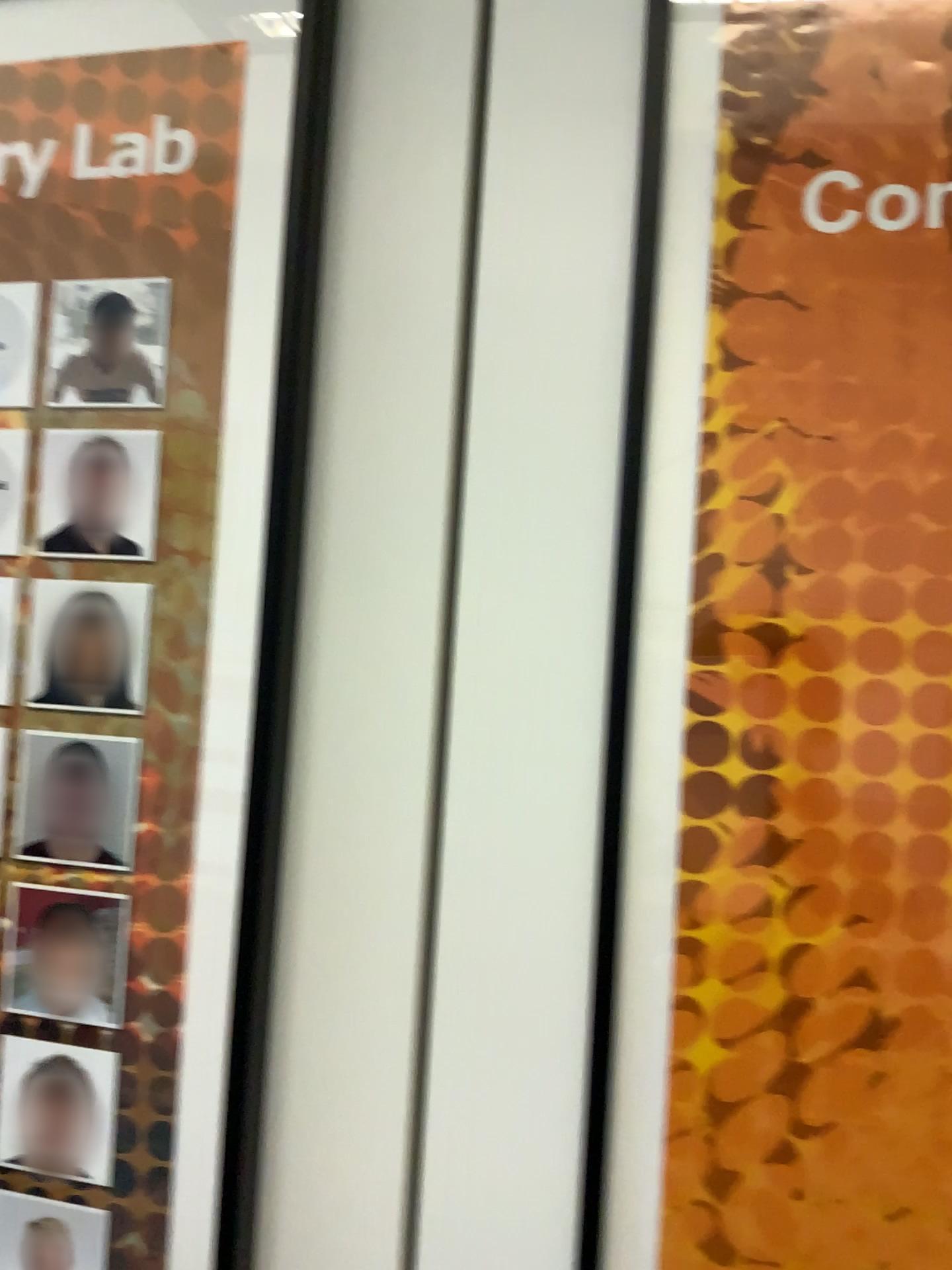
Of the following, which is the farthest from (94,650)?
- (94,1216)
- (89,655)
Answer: (94,1216)

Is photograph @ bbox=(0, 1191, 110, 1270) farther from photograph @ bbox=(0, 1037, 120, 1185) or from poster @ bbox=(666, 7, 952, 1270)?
poster @ bbox=(666, 7, 952, 1270)

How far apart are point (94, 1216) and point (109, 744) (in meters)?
0.26

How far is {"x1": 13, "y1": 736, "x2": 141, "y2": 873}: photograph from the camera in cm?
61

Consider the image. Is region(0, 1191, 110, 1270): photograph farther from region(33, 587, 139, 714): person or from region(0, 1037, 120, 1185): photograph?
region(33, 587, 139, 714): person

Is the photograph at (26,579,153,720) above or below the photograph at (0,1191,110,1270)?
above

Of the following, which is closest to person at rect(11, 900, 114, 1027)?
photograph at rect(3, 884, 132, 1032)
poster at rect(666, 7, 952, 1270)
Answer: photograph at rect(3, 884, 132, 1032)

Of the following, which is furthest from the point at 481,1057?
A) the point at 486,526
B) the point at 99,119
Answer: the point at 99,119

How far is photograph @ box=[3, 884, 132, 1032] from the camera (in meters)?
0.61

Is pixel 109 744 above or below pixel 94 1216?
above
